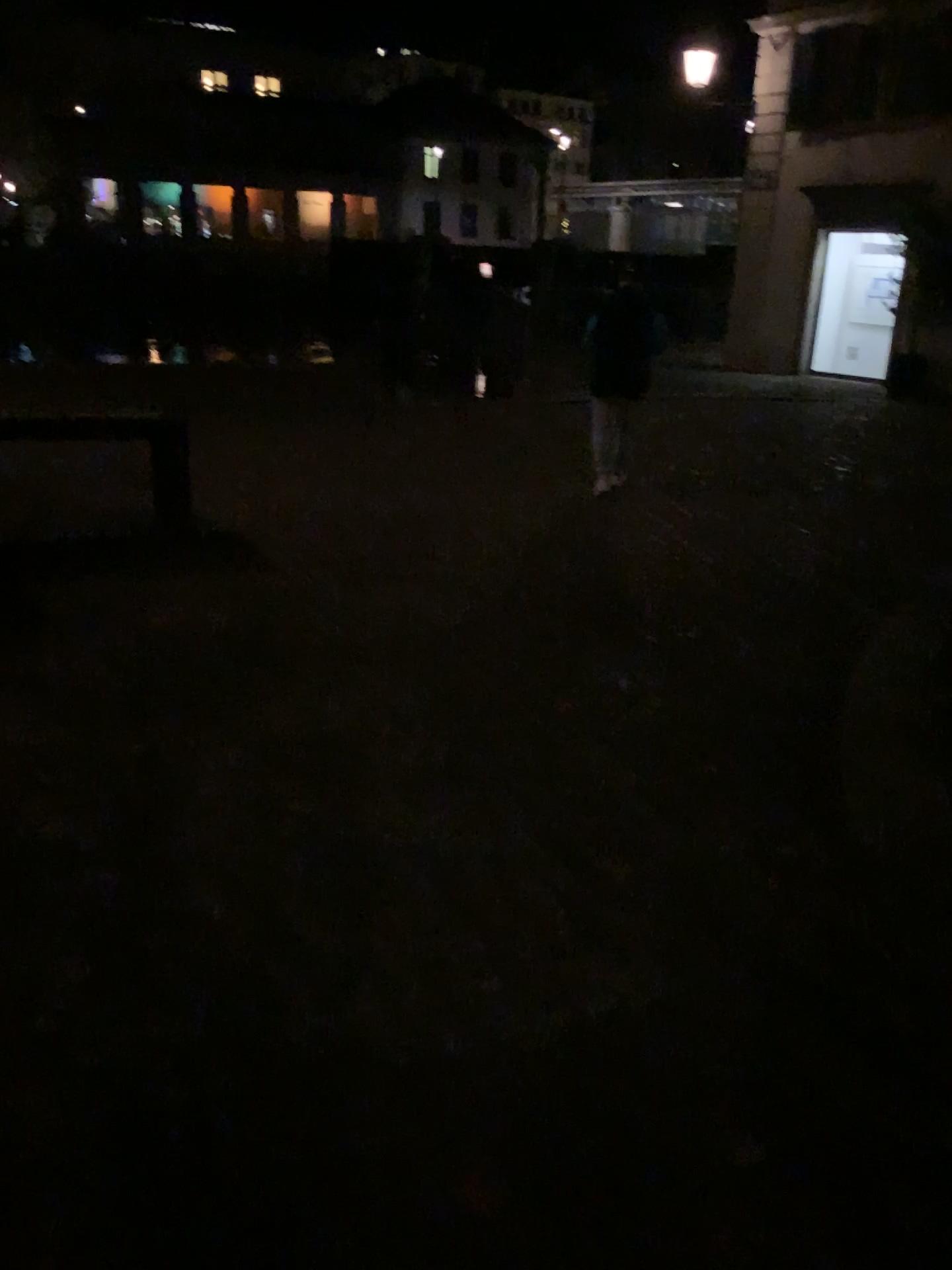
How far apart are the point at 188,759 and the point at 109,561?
2.52m
